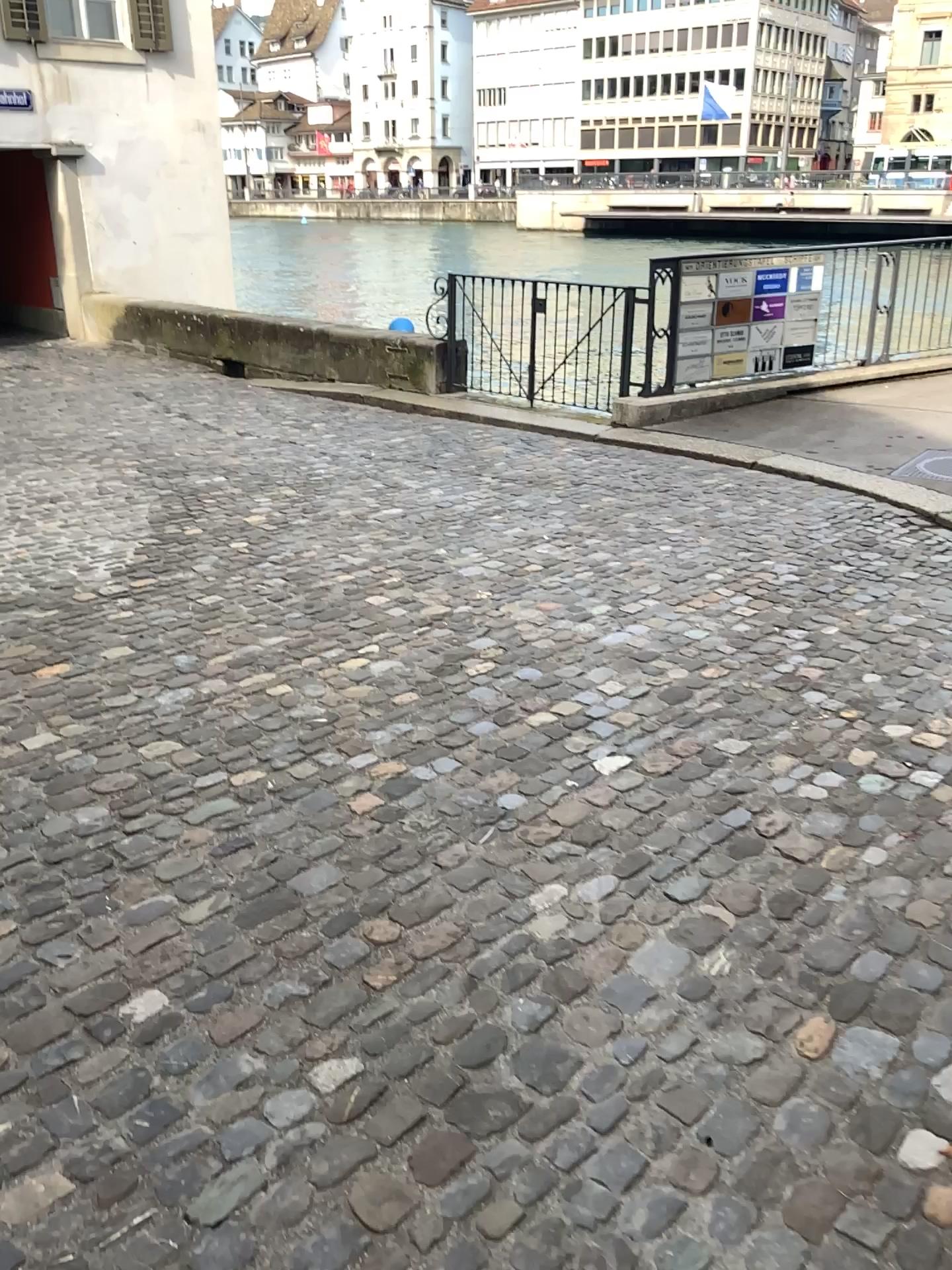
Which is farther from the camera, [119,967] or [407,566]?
[407,566]
